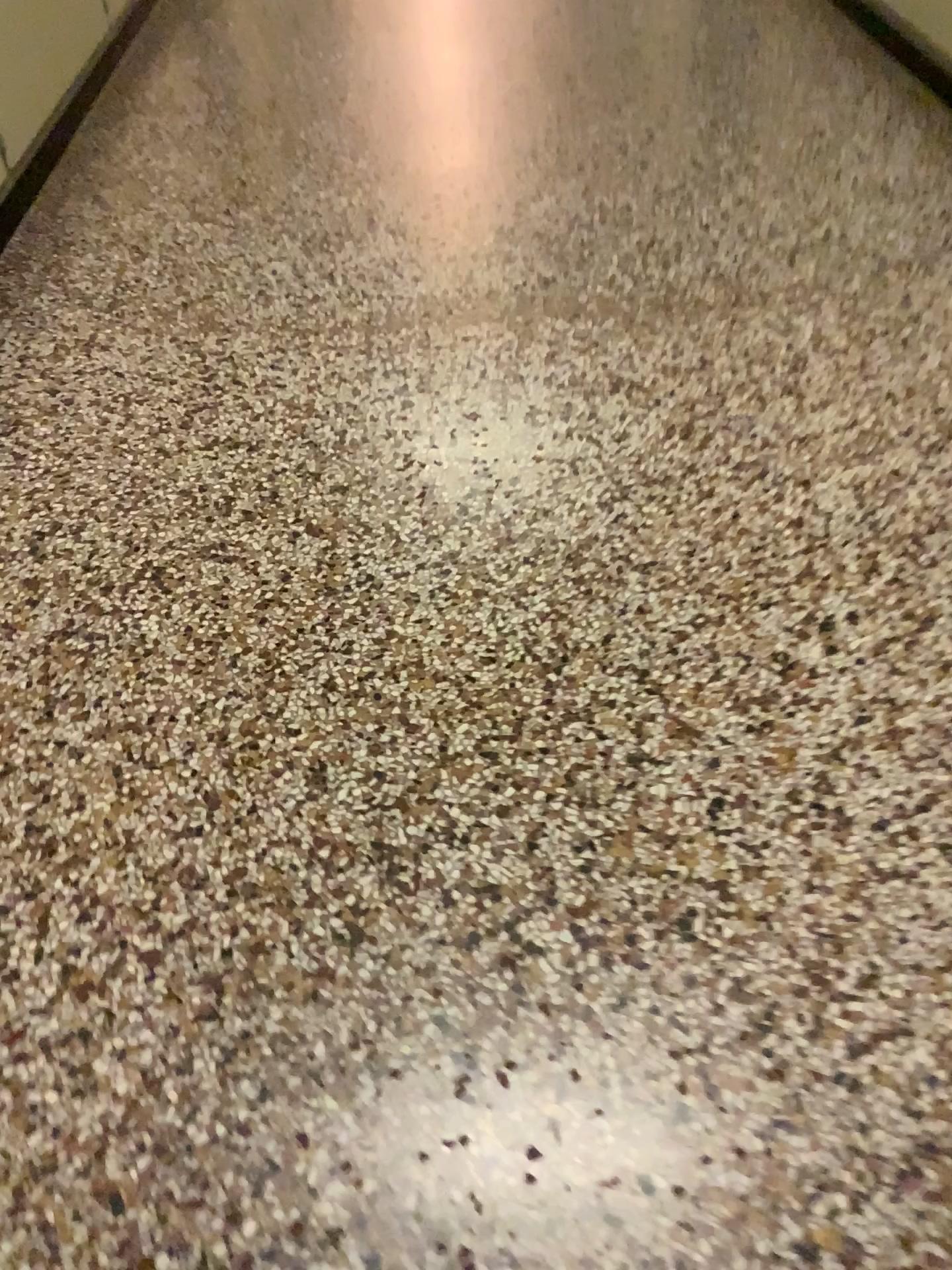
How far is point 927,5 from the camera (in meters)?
3.16

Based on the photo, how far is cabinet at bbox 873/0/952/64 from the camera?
3.16m

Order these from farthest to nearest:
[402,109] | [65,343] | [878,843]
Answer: [402,109] → [65,343] → [878,843]
